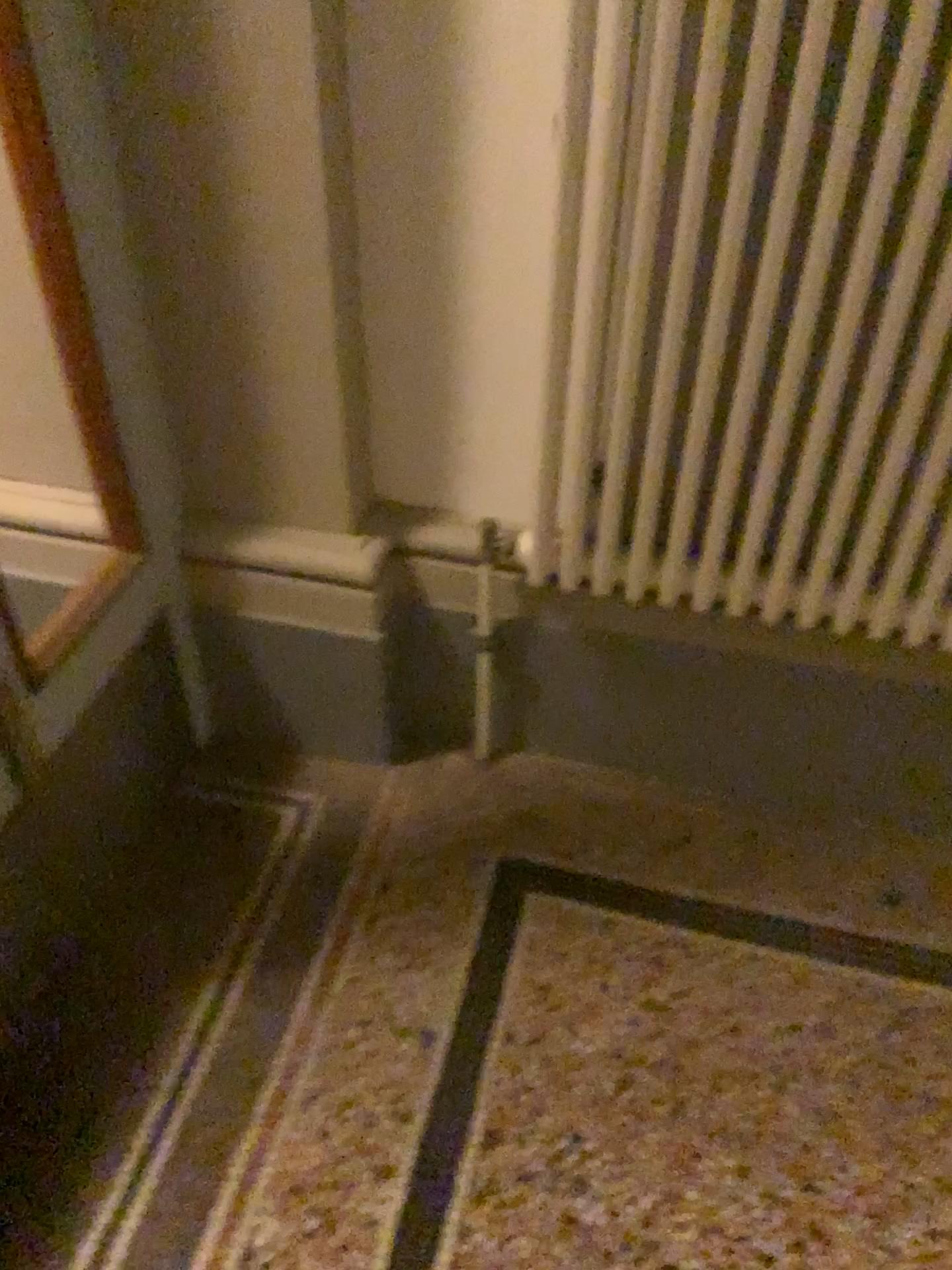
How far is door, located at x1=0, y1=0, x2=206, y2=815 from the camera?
1.2 meters

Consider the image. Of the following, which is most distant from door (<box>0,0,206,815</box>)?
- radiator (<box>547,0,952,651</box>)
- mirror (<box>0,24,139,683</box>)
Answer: radiator (<box>547,0,952,651</box>)

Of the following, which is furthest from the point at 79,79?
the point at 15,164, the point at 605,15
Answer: the point at 605,15

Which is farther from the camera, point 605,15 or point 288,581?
point 288,581

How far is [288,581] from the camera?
1.6m

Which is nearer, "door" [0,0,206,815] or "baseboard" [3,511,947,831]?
"door" [0,0,206,815]

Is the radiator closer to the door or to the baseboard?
the baseboard

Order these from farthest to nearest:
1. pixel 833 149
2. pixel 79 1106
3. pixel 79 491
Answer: pixel 79 491 < pixel 79 1106 < pixel 833 149

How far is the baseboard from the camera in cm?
159
